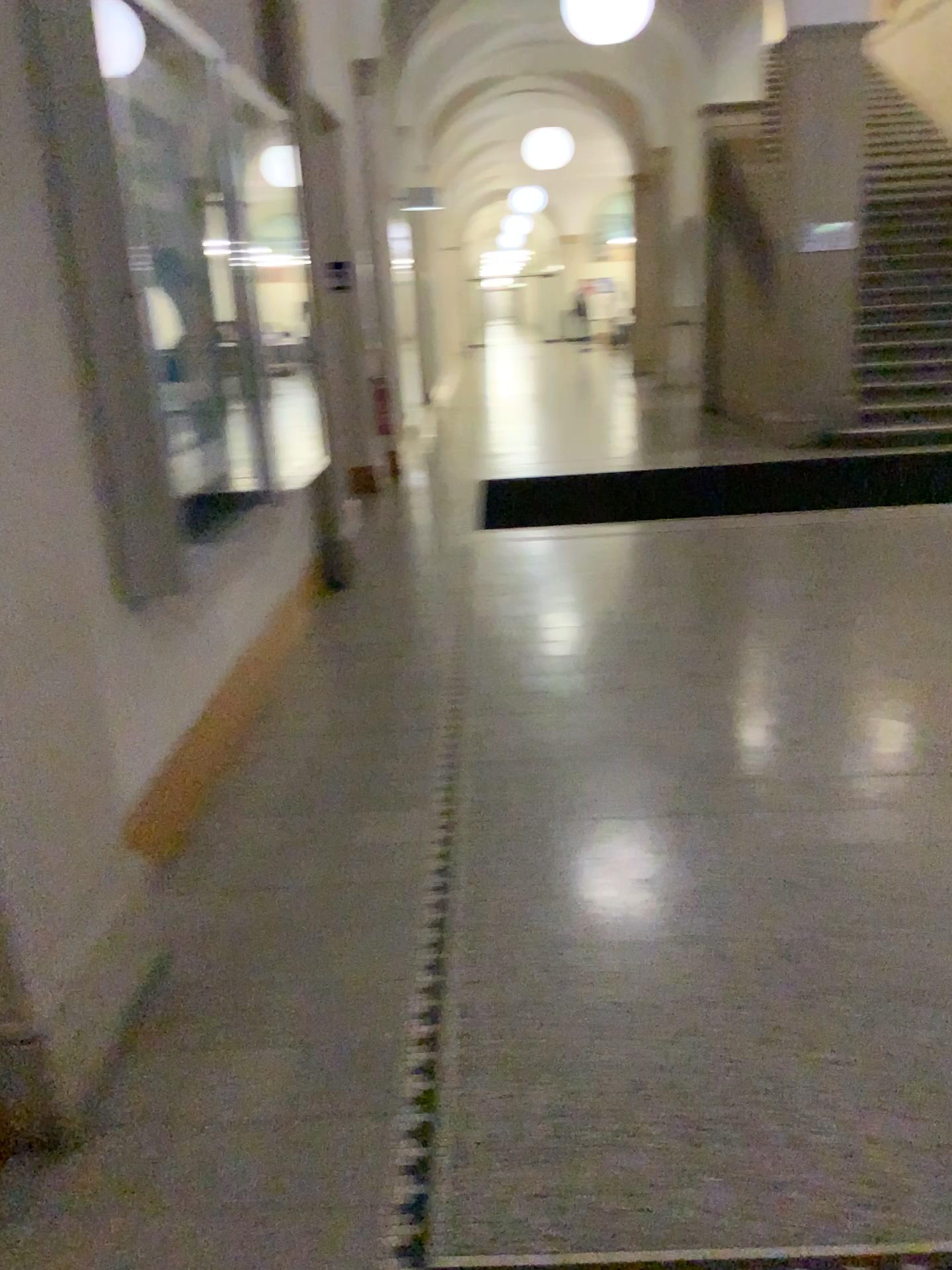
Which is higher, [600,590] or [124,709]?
[124,709]
